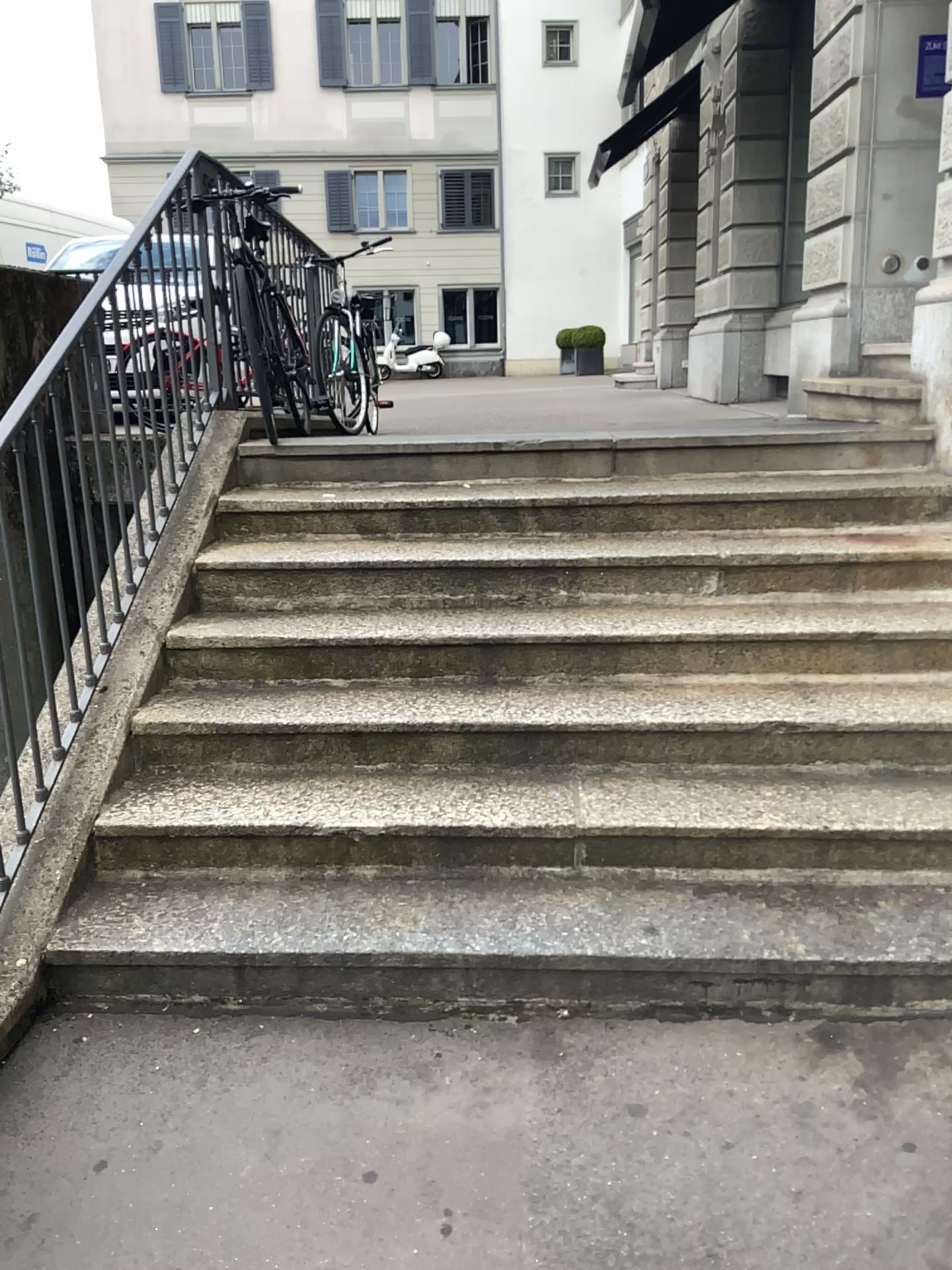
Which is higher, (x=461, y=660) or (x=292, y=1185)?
(x=461, y=660)
